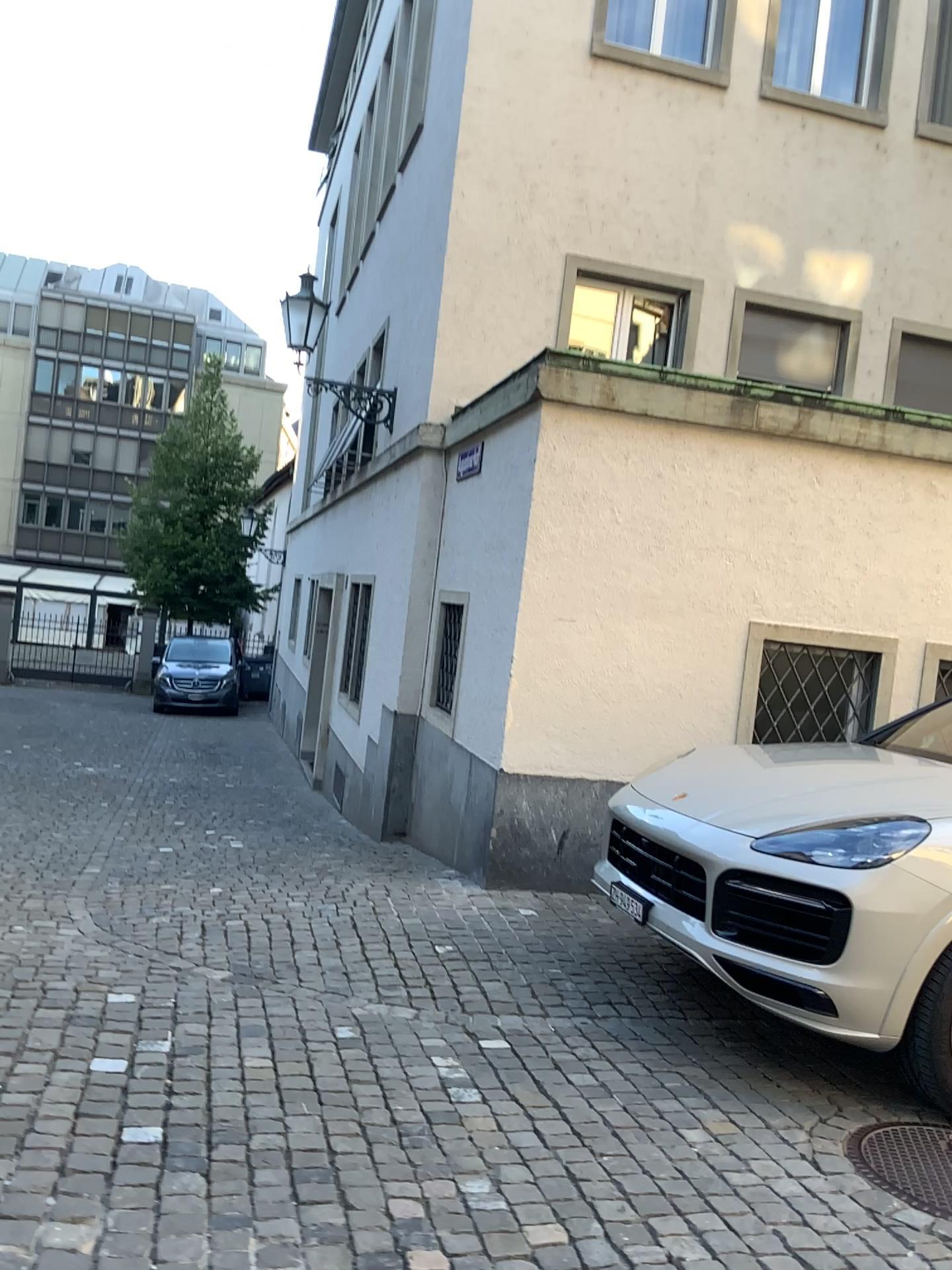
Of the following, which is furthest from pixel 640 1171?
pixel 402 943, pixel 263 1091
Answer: pixel 402 943

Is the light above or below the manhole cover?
above

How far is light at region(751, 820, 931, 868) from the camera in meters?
3.6 m

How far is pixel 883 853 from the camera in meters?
3.6

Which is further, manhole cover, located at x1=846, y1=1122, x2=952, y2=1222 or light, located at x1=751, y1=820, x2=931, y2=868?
light, located at x1=751, y1=820, x2=931, y2=868

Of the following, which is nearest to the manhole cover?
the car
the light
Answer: the car

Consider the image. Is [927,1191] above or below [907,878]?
below

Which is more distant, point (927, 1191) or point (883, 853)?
point (883, 853)

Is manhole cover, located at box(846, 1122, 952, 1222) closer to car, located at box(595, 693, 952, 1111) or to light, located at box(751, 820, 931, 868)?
car, located at box(595, 693, 952, 1111)
